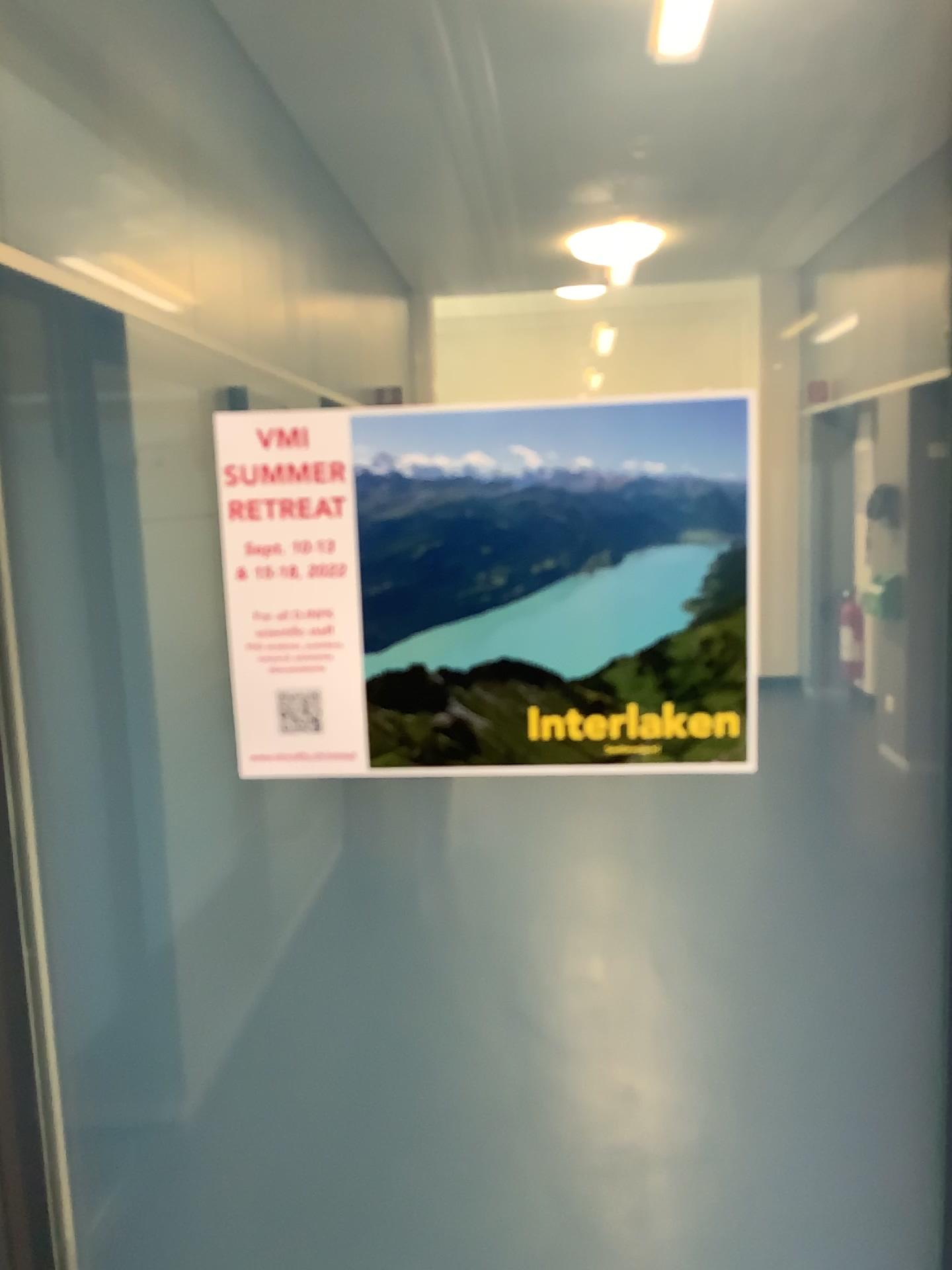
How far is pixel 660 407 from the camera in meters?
0.8

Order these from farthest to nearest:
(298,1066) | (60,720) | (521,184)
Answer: (521,184) < (298,1066) < (60,720)

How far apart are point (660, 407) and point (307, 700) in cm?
37

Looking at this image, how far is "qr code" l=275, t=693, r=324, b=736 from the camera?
0.86m

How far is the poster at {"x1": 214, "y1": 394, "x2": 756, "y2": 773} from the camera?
0.8 meters

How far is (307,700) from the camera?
0.86m
